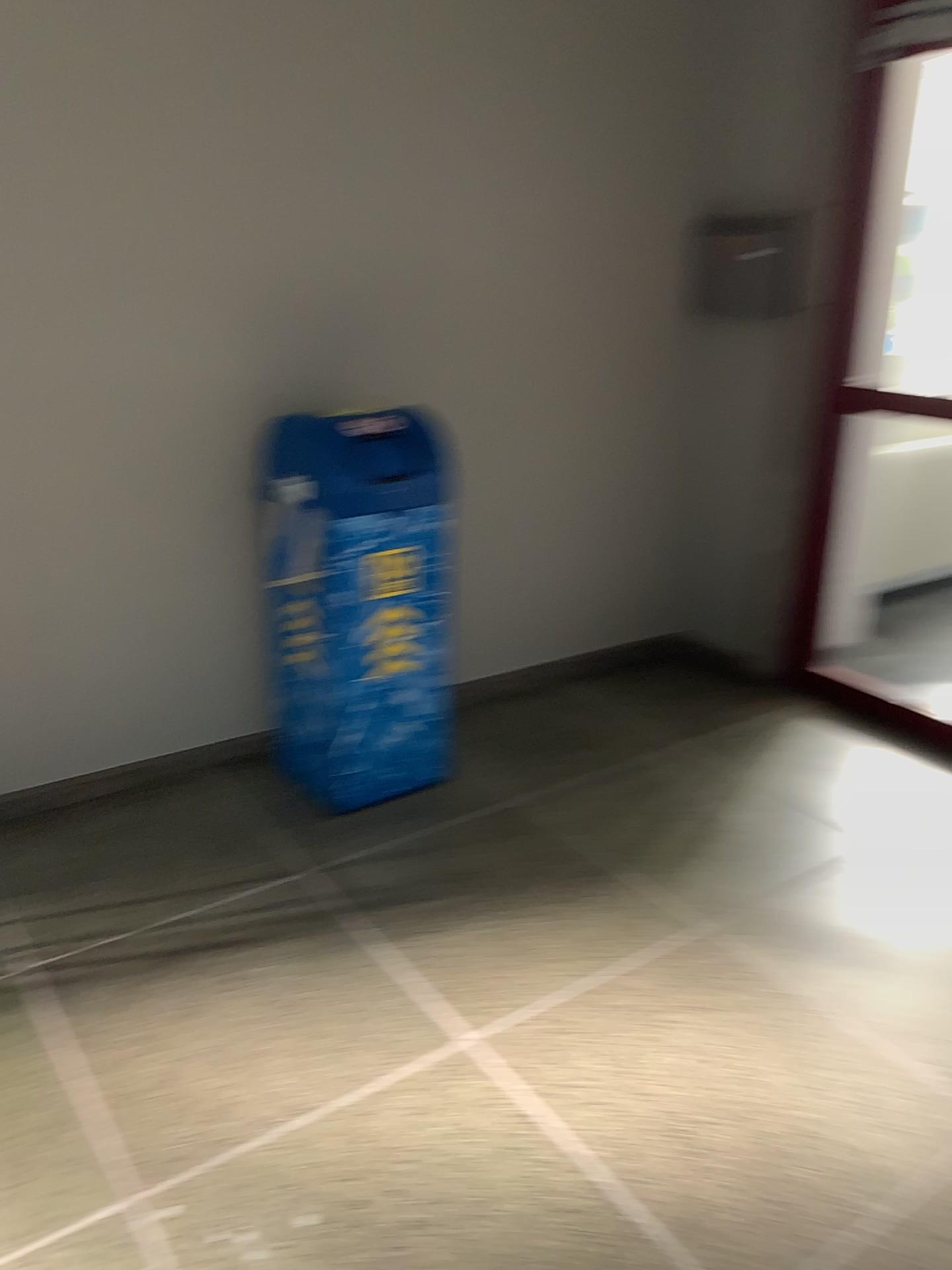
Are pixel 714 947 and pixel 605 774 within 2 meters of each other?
yes

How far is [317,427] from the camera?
2.7 meters

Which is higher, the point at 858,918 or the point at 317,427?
the point at 317,427

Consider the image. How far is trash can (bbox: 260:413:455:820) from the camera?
2.7 meters
